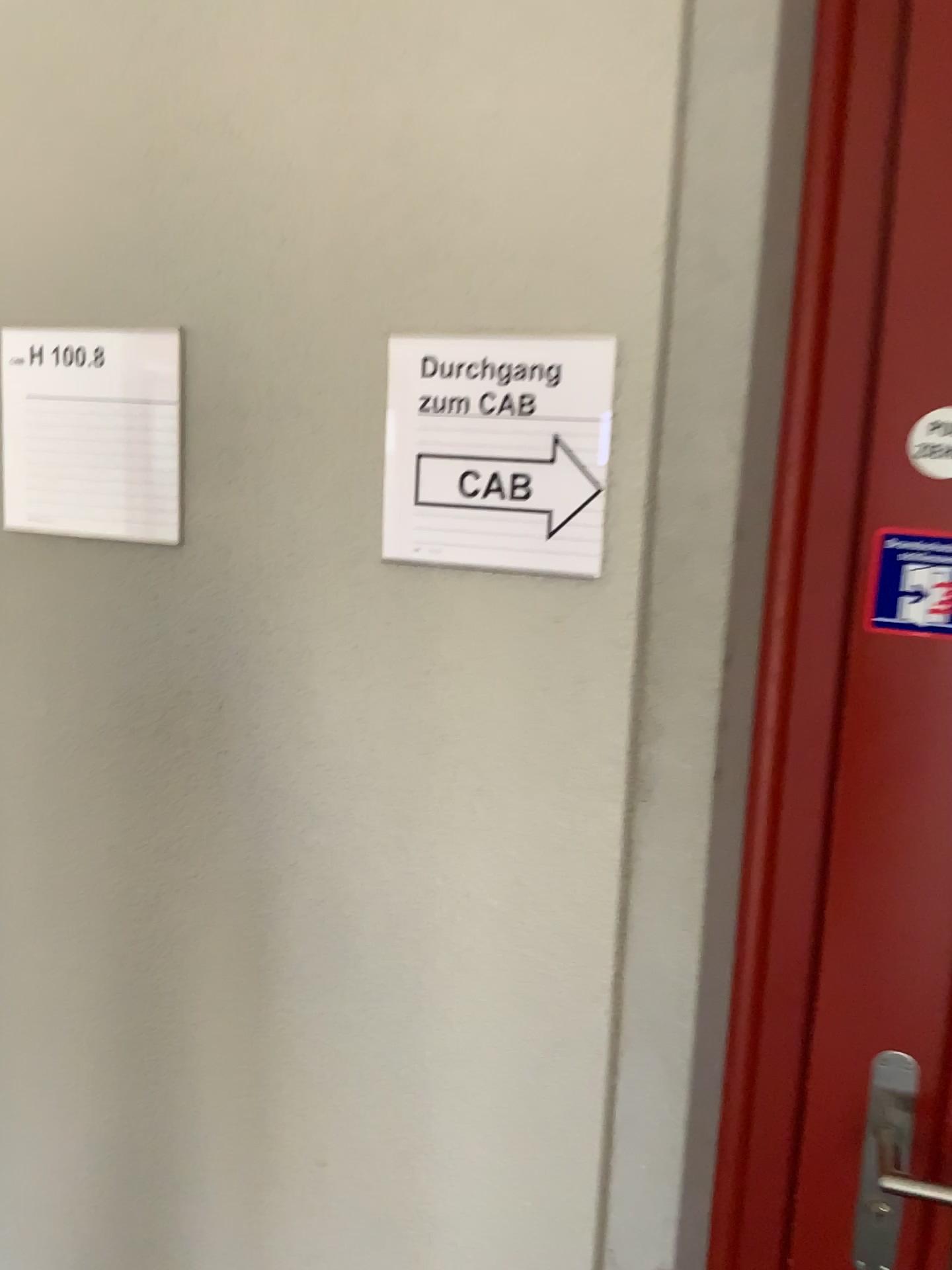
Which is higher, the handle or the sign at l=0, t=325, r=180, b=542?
the sign at l=0, t=325, r=180, b=542

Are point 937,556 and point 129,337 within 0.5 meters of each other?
no

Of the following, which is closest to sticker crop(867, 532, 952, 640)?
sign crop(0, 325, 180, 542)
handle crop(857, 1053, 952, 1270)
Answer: handle crop(857, 1053, 952, 1270)

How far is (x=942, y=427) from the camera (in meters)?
0.87

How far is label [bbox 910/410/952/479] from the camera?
0.87m

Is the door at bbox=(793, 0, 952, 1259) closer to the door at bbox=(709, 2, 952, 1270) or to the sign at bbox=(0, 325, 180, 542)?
the door at bbox=(709, 2, 952, 1270)

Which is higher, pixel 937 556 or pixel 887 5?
pixel 887 5

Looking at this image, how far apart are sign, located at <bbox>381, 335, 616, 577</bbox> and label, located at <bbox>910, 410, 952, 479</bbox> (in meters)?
0.25

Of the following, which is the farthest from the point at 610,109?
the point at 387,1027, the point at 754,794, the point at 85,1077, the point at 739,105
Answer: the point at 85,1077

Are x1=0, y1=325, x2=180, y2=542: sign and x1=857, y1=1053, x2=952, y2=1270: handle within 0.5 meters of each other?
no
